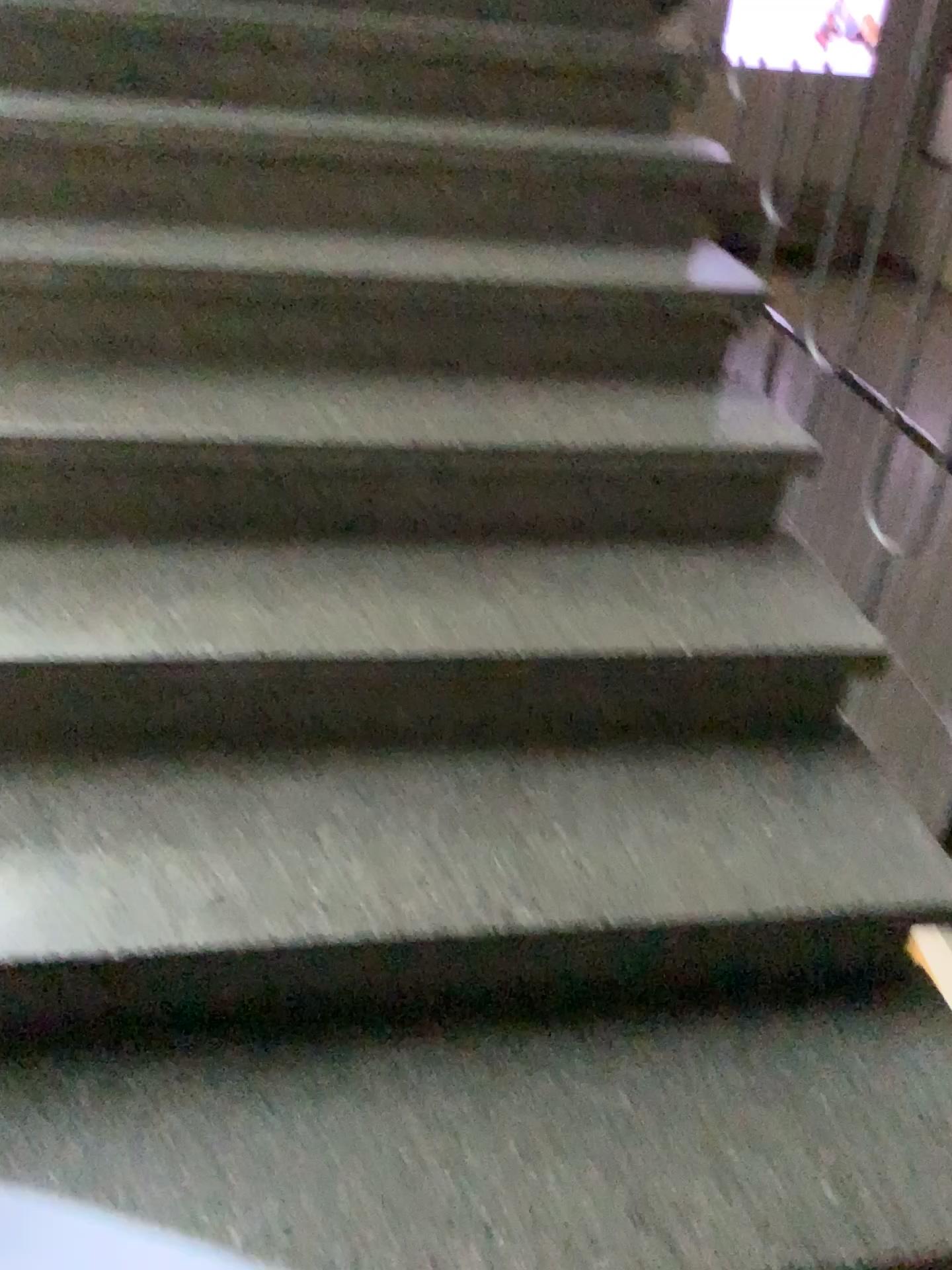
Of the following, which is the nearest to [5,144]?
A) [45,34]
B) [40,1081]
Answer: [45,34]

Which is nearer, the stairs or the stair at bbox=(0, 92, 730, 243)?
the stairs

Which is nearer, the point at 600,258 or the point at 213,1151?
the point at 213,1151

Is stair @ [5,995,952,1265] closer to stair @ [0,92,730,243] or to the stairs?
the stairs

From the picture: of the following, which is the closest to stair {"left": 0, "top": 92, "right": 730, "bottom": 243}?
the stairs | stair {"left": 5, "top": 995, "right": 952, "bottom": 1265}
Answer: the stairs

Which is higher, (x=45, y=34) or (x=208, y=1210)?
(x=45, y=34)

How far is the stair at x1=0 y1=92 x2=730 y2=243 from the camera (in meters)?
1.81

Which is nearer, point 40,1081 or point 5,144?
point 40,1081

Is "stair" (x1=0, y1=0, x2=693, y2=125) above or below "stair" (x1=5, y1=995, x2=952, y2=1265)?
above
